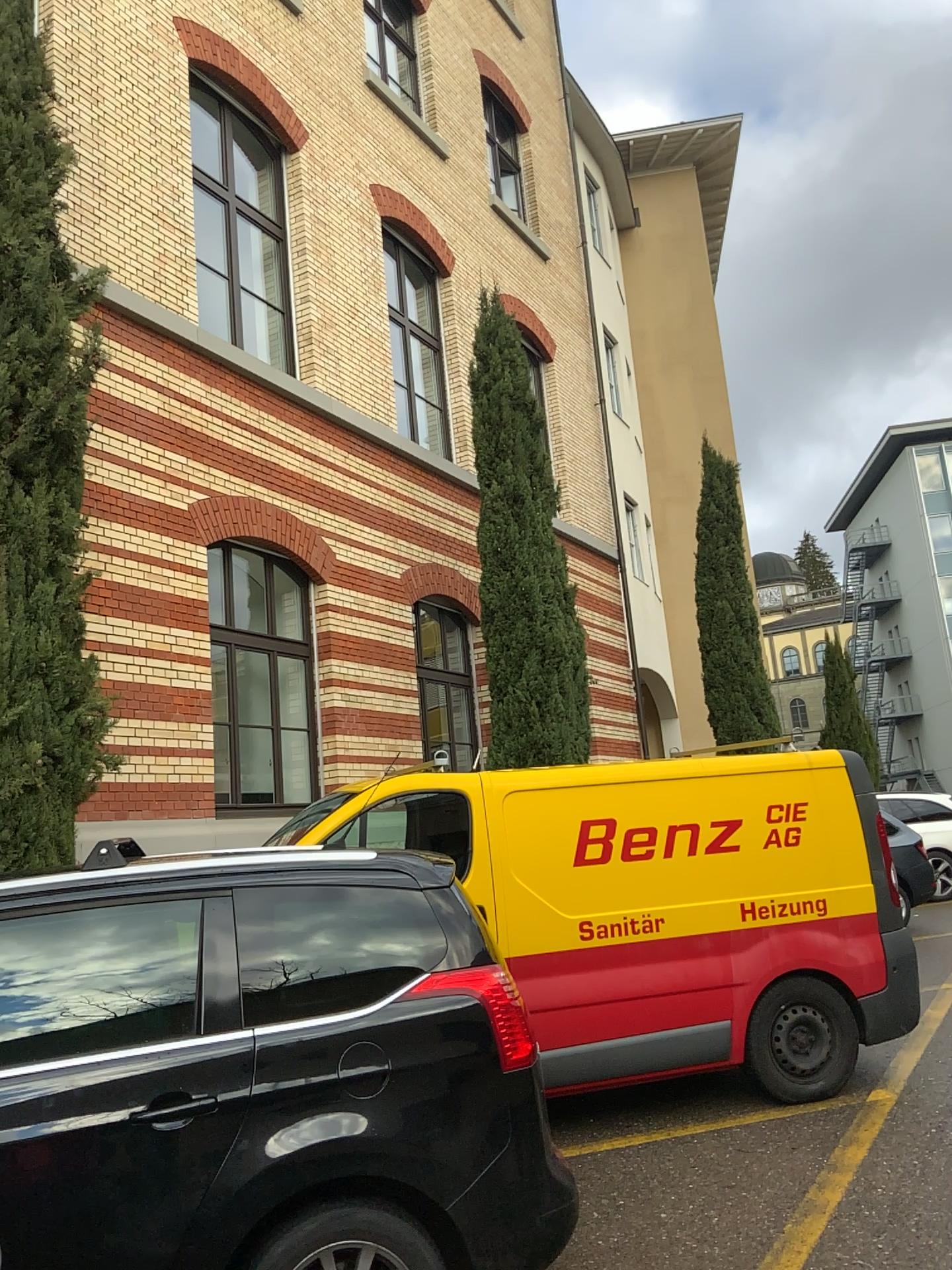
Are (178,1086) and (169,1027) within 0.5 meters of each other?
yes
